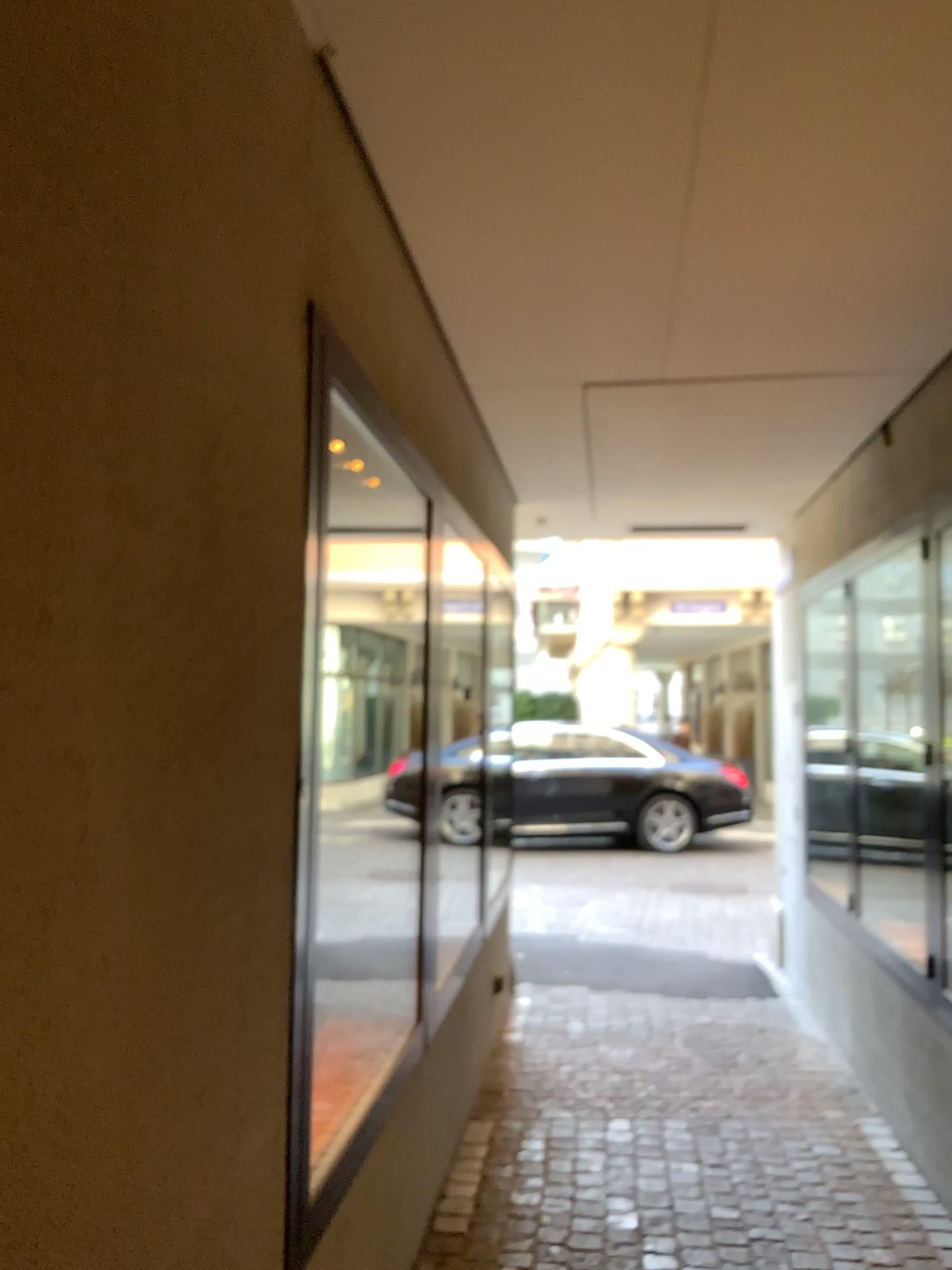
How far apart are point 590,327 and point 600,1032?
3.1m
